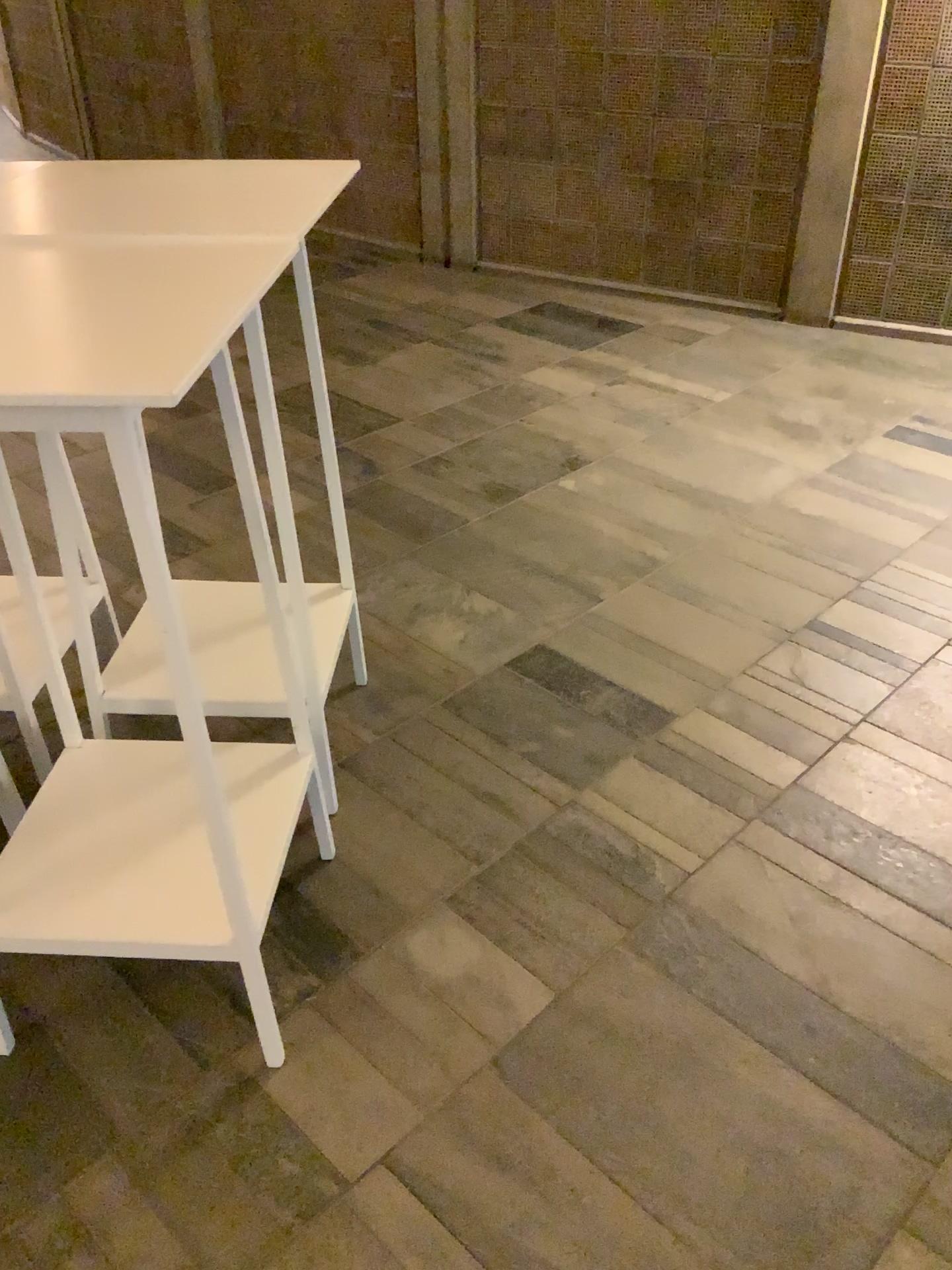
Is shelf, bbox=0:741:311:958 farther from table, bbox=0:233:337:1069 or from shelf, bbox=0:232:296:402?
shelf, bbox=0:232:296:402

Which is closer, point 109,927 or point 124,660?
point 109,927

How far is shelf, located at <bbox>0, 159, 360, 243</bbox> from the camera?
1.63m

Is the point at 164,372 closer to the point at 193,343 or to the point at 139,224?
the point at 193,343

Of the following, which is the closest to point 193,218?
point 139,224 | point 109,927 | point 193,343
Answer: point 139,224

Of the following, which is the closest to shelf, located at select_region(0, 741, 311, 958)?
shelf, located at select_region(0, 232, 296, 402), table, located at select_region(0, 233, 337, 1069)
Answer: table, located at select_region(0, 233, 337, 1069)

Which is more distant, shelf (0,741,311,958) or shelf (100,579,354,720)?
shelf (100,579,354,720)

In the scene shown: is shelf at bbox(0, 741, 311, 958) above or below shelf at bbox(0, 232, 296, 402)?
below

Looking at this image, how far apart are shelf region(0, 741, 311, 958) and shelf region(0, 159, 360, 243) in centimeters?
89cm

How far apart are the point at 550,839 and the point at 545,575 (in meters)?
1.05
